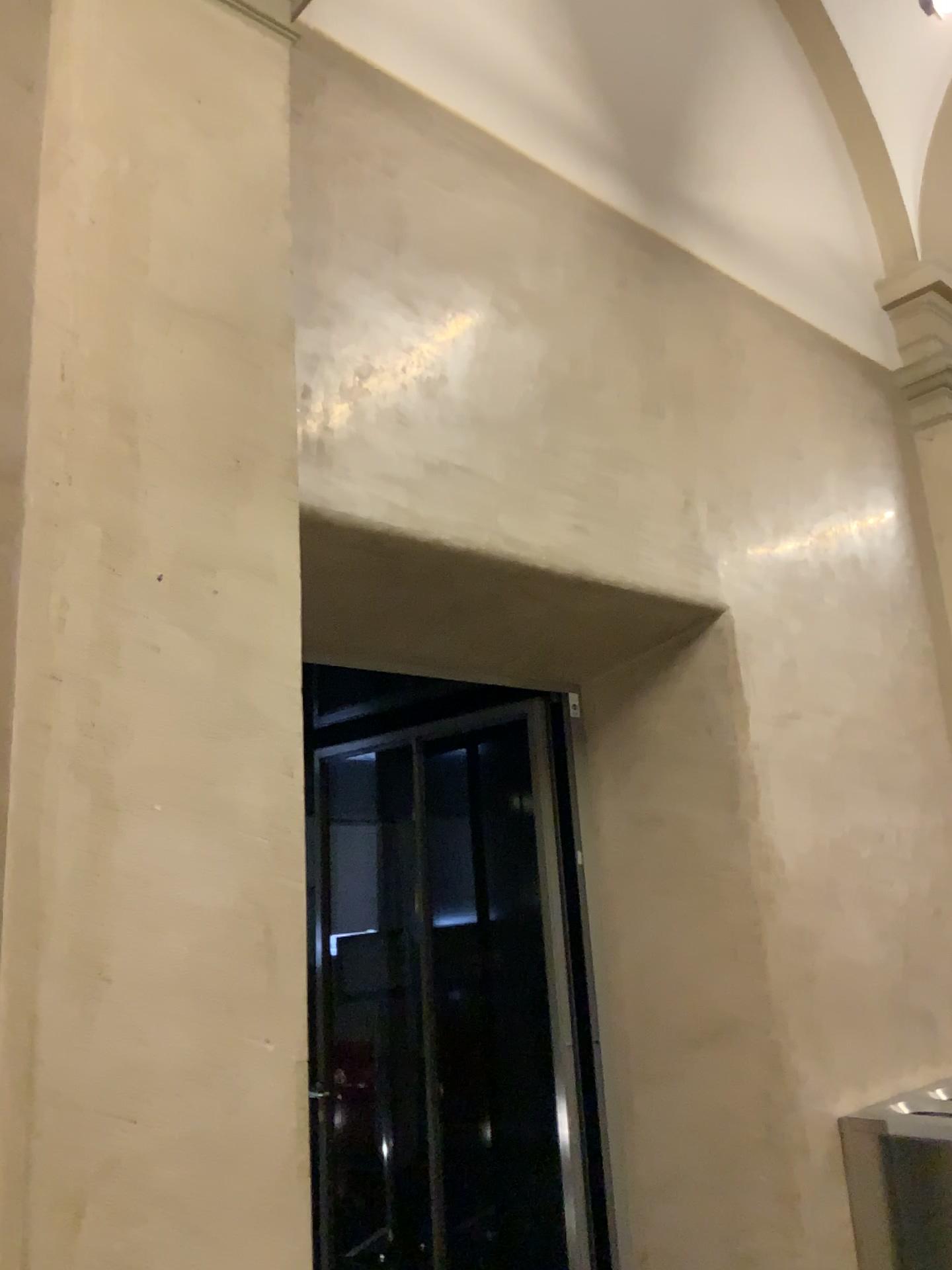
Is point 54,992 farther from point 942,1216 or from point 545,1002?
point 942,1216

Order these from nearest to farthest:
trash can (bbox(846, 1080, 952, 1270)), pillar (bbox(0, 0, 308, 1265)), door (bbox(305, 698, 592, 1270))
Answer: pillar (bbox(0, 0, 308, 1265)) → trash can (bbox(846, 1080, 952, 1270)) → door (bbox(305, 698, 592, 1270))

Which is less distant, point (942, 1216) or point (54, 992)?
point (54, 992)

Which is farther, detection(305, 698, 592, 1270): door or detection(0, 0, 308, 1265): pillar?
detection(305, 698, 592, 1270): door

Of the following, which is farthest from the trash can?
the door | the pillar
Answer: the pillar

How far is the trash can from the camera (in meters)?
3.23

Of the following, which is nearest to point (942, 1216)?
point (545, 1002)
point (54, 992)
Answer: point (545, 1002)

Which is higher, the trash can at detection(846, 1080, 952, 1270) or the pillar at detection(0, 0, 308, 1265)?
the pillar at detection(0, 0, 308, 1265)

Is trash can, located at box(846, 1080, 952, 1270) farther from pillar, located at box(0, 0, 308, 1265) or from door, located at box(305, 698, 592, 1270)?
pillar, located at box(0, 0, 308, 1265)

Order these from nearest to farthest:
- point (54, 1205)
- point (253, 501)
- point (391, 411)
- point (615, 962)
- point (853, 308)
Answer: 1. point (54, 1205)
2. point (253, 501)
3. point (391, 411)
4. point (615, 962)
5. point (853, 308)
